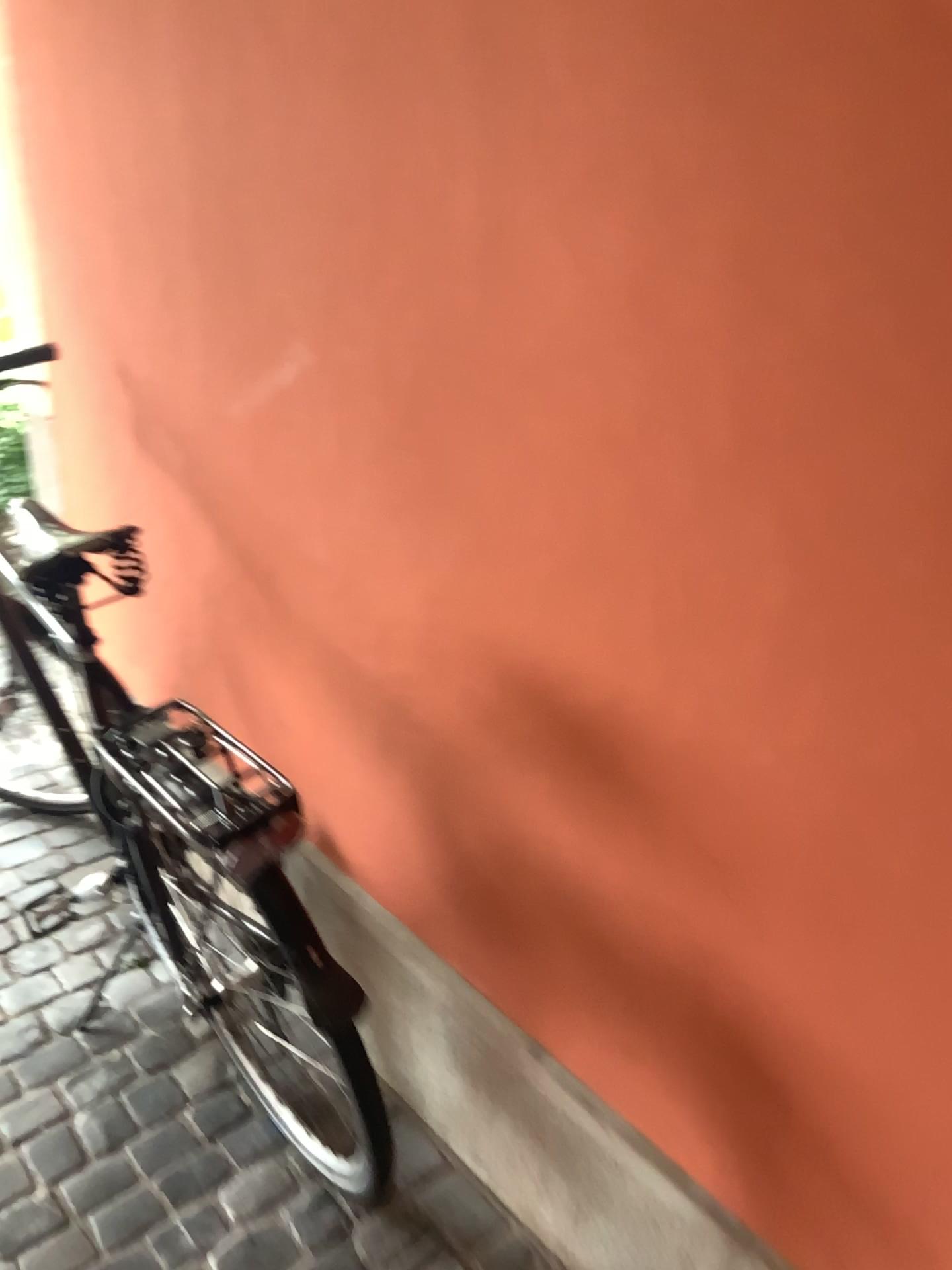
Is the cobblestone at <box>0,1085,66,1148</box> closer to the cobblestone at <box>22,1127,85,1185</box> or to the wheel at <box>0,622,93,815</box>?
the cobblestone at <box>22,1127,85,1185</box>

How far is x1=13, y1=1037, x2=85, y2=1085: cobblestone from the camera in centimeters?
183cm

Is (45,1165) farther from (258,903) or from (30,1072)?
(258,903)

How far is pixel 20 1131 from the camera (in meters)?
1.72

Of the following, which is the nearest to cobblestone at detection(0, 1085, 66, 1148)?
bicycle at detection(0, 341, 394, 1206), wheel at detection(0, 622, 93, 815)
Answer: bicycle at detection(0, 341, 394, 1206)

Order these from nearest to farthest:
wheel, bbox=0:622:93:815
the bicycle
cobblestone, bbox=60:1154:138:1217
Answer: the bicycle < cobblestone, bbox=60:1154:138:1217 < wheel, bbox=0:622:93:815

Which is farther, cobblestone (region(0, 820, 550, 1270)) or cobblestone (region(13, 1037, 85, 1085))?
cobblestone (region(13, 1037, 85, 1085))

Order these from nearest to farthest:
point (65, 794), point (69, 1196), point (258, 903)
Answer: point (258, 903) < point (69, 1196) < point (65, 794)

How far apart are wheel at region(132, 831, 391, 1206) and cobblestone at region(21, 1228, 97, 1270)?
0.3m

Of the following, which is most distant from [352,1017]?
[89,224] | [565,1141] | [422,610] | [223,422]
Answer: [89,224]
